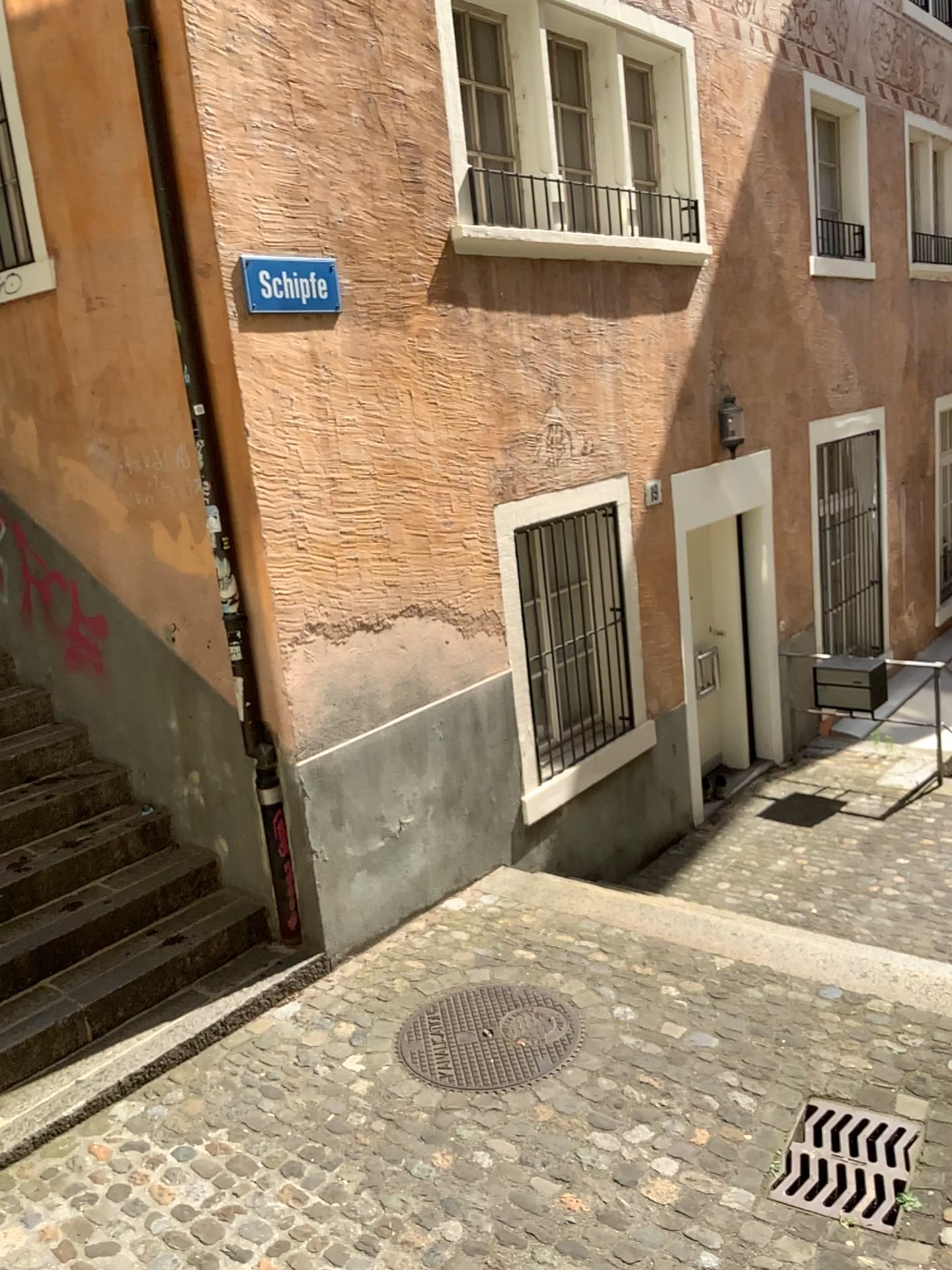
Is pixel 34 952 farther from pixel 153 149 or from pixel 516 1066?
pixel 153 149

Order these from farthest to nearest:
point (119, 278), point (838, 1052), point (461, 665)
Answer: point (461, 665) < point (119, 278) < point (838, 1052)

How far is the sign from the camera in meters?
4.2 m

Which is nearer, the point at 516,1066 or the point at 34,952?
the point at 516,1066

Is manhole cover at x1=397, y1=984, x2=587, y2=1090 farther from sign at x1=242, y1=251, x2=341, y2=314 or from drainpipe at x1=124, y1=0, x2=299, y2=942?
sign at x1=242, y1=251, x2=341, y2=314

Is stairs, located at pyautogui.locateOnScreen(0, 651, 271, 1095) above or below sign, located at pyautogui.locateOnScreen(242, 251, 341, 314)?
below

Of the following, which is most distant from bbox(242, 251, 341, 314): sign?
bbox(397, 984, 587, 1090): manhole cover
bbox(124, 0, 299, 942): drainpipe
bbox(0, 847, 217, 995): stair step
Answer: bbox(397, 984, 587, 1090): manhole cover

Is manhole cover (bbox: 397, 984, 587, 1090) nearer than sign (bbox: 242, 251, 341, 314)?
Yes

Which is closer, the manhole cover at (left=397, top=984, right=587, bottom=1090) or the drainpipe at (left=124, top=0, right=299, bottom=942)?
the manhole cover at (left=397, top=984, right=587, bottom=1090)

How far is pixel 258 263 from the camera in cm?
419
